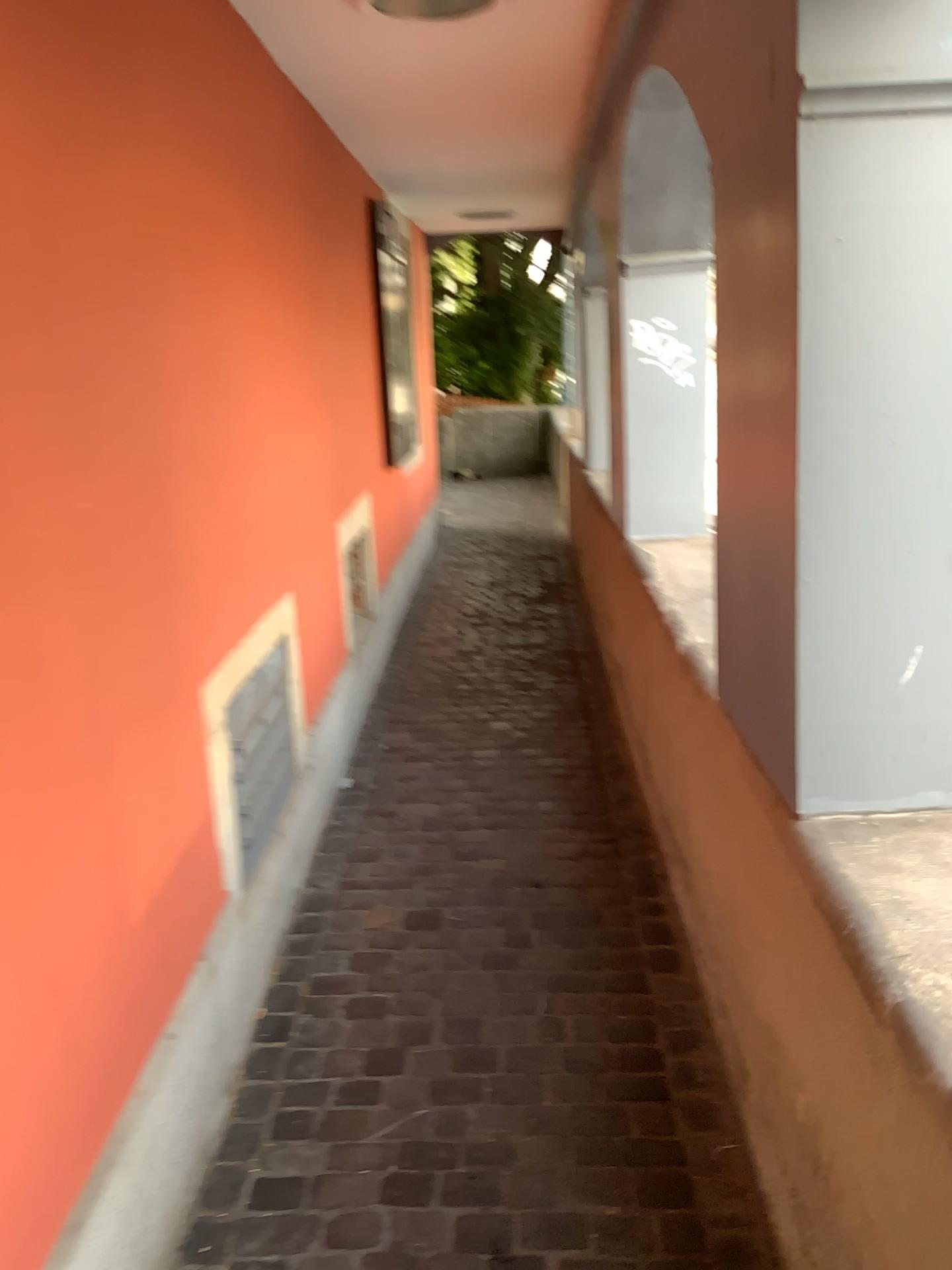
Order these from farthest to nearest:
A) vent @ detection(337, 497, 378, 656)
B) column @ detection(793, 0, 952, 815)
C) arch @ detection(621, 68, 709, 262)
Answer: vent @ detection(337, 497, 378, 656), arch @ detection(621, 68, 709, 262), column @ detection(793, 0, 952, 815)

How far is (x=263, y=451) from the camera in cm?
277

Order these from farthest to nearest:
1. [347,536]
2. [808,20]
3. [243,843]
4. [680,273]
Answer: [347,536]
[680,273]
[243,843]
[808,20]

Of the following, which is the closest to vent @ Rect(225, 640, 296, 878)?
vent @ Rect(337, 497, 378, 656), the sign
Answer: vent @ Rect(337, 497, 378, 656)

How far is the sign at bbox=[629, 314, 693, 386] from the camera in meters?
3.4

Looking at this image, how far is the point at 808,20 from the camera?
1.3 meters

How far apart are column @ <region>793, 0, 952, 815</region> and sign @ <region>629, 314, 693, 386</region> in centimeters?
204cm

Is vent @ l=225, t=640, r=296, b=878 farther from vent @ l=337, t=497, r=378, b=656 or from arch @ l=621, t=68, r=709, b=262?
arch @ l=621, t=68, r=709, b=262

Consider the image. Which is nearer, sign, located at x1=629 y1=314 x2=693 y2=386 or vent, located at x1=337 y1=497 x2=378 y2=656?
sign, located at x1=629 y1=314 x2=693 y2=386

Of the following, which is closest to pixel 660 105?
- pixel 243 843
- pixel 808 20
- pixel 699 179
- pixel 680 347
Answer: pixel 699 179
